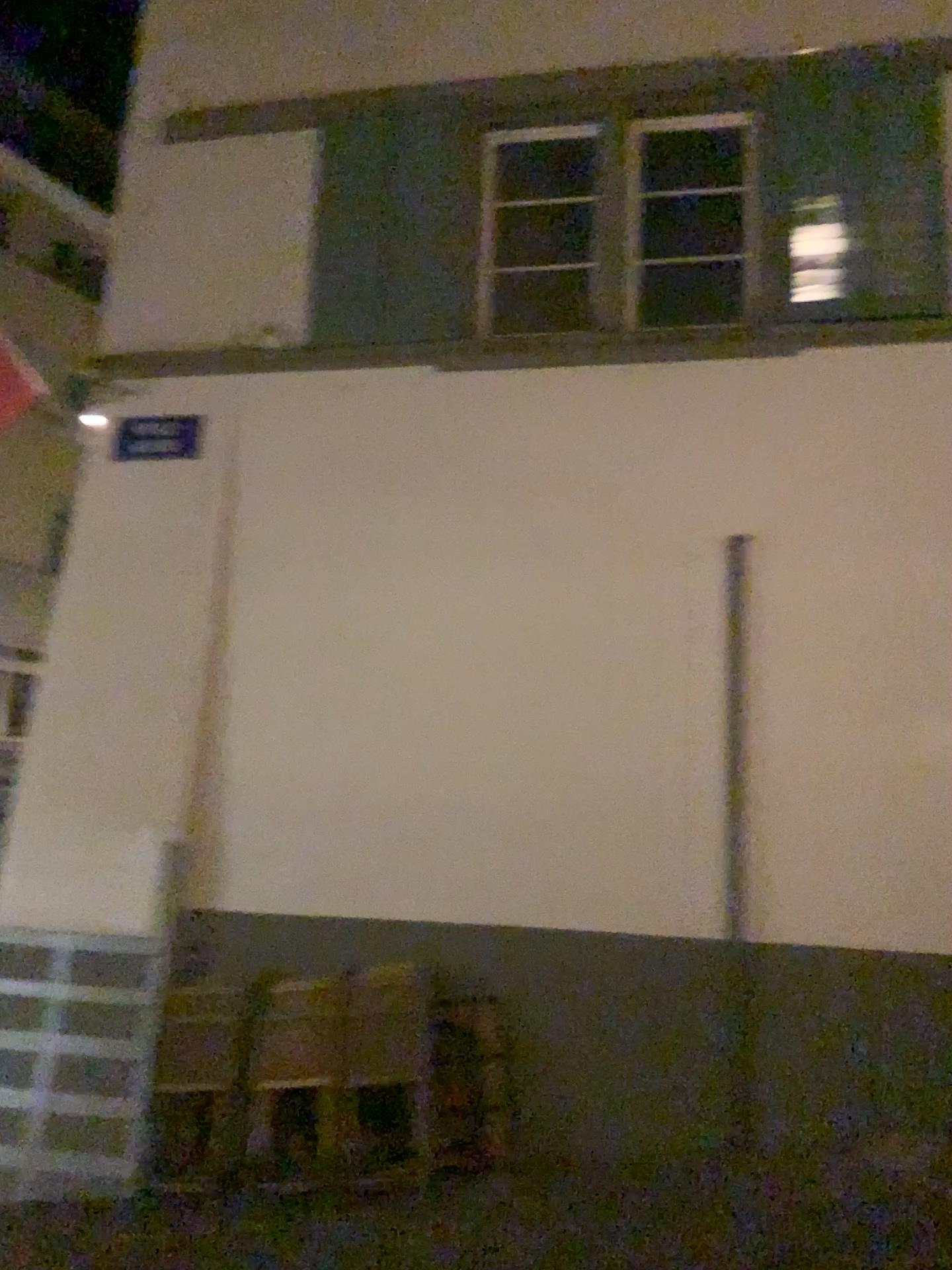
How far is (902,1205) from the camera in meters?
4.1
